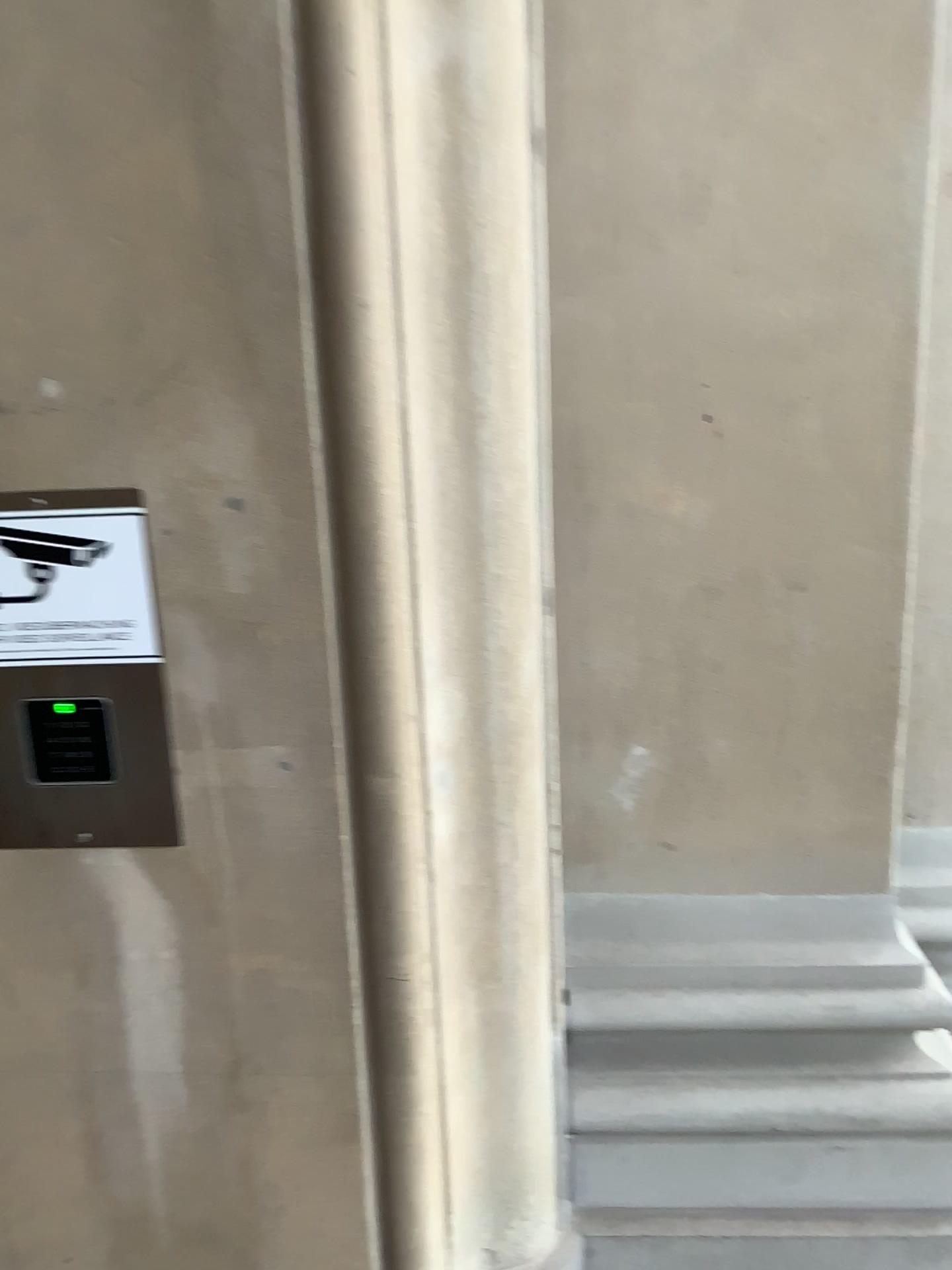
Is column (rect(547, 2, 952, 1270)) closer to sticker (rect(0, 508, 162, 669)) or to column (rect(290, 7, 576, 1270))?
column (rect(290, 7, 576, 1270))

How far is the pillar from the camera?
1.4 meters

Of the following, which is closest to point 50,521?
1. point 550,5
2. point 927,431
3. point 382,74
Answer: point 382,74

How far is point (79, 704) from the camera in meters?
1.0

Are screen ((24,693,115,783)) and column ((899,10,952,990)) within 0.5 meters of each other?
no

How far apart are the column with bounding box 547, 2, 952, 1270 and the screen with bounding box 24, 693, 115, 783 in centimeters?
57cm

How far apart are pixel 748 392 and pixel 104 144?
0.7m

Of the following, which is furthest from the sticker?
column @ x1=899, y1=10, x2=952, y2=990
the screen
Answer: column @ x1=899, y1=10, x2=952, y2=990

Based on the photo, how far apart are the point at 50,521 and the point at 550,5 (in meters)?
0.80

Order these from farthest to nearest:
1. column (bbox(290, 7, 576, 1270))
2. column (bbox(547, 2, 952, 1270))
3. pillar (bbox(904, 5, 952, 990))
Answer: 1. pillar (bbox(904, 5, 952, 990))
2. column (bbox(547, 2, 952, 1270))
3. column (bbox(290, 7, 576, 1270))
